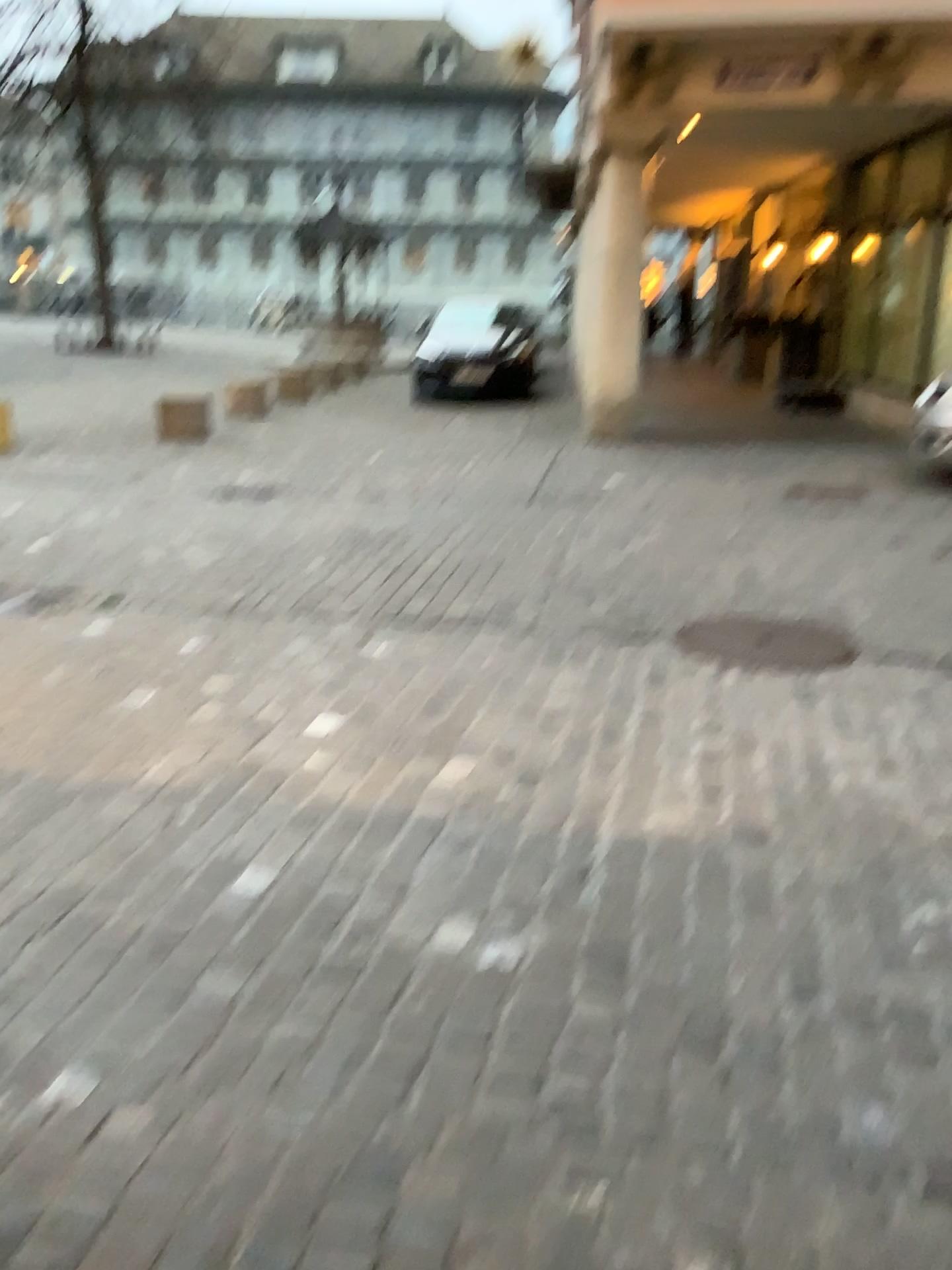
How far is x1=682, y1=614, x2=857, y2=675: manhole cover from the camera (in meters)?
4.08

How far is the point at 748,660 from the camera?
4.08m

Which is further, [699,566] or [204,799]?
[699,566]
